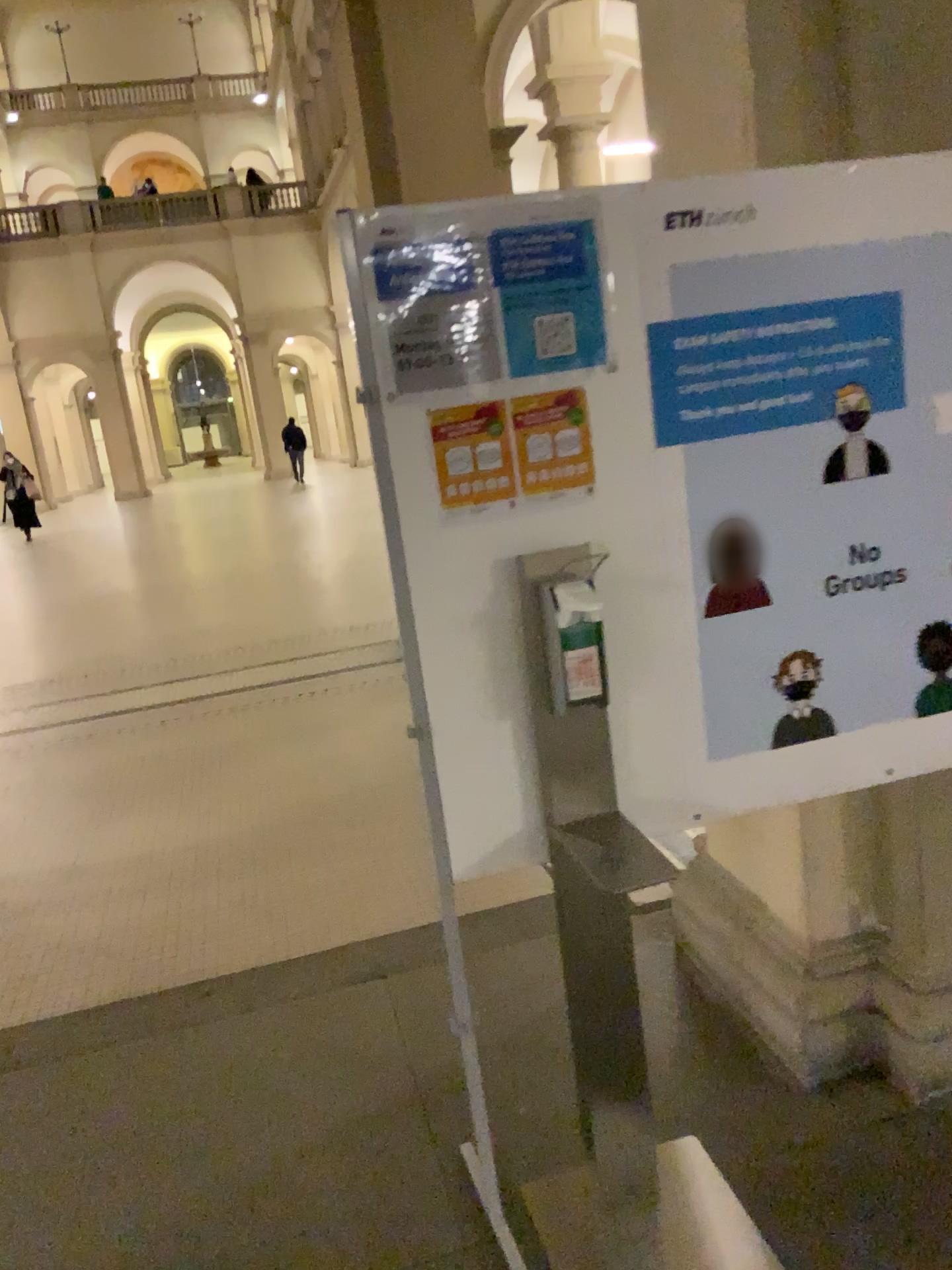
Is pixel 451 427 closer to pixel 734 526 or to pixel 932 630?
pixel 734 526

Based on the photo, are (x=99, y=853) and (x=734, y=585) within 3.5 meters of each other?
yes

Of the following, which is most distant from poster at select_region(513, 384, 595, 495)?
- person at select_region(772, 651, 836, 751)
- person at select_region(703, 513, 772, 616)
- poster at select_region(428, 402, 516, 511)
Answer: person at select_region(772, 651, 836, 751)

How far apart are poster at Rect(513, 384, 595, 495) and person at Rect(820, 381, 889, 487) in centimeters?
48cm

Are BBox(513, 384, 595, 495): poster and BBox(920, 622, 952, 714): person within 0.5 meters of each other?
no

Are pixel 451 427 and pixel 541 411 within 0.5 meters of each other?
yes

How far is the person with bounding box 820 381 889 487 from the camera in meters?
2.0 m

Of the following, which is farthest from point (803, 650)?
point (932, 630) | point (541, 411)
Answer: point (541, 411)

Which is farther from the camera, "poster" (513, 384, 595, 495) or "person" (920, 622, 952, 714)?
"person" (920, 622, 952, 714)

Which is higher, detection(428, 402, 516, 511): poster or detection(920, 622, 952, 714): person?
detection(428, 402, 516, 511): poster
